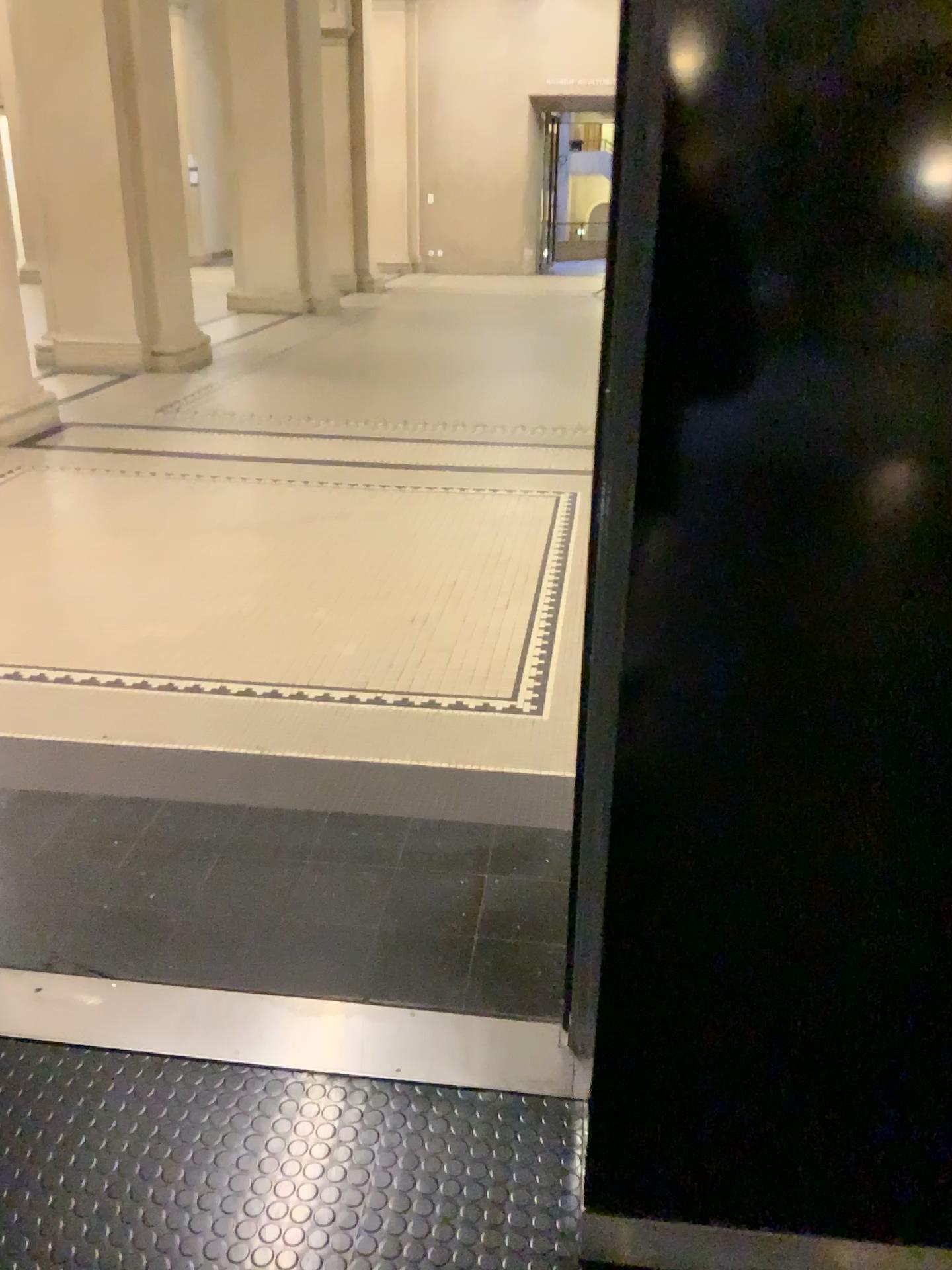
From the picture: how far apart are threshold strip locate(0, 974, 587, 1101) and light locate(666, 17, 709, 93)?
1.5m

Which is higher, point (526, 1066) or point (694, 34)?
point (694, 34)

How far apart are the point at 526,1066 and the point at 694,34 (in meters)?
1.54

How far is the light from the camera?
0.9 meters

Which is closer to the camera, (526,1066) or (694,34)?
(694,34)

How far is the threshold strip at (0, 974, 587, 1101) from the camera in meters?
1.8

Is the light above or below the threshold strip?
above

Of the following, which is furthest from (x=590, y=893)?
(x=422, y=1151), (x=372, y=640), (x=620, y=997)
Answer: (x=372, y=640)

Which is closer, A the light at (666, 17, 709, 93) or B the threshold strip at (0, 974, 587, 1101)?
A the light at (666, 17, 709, 93)
